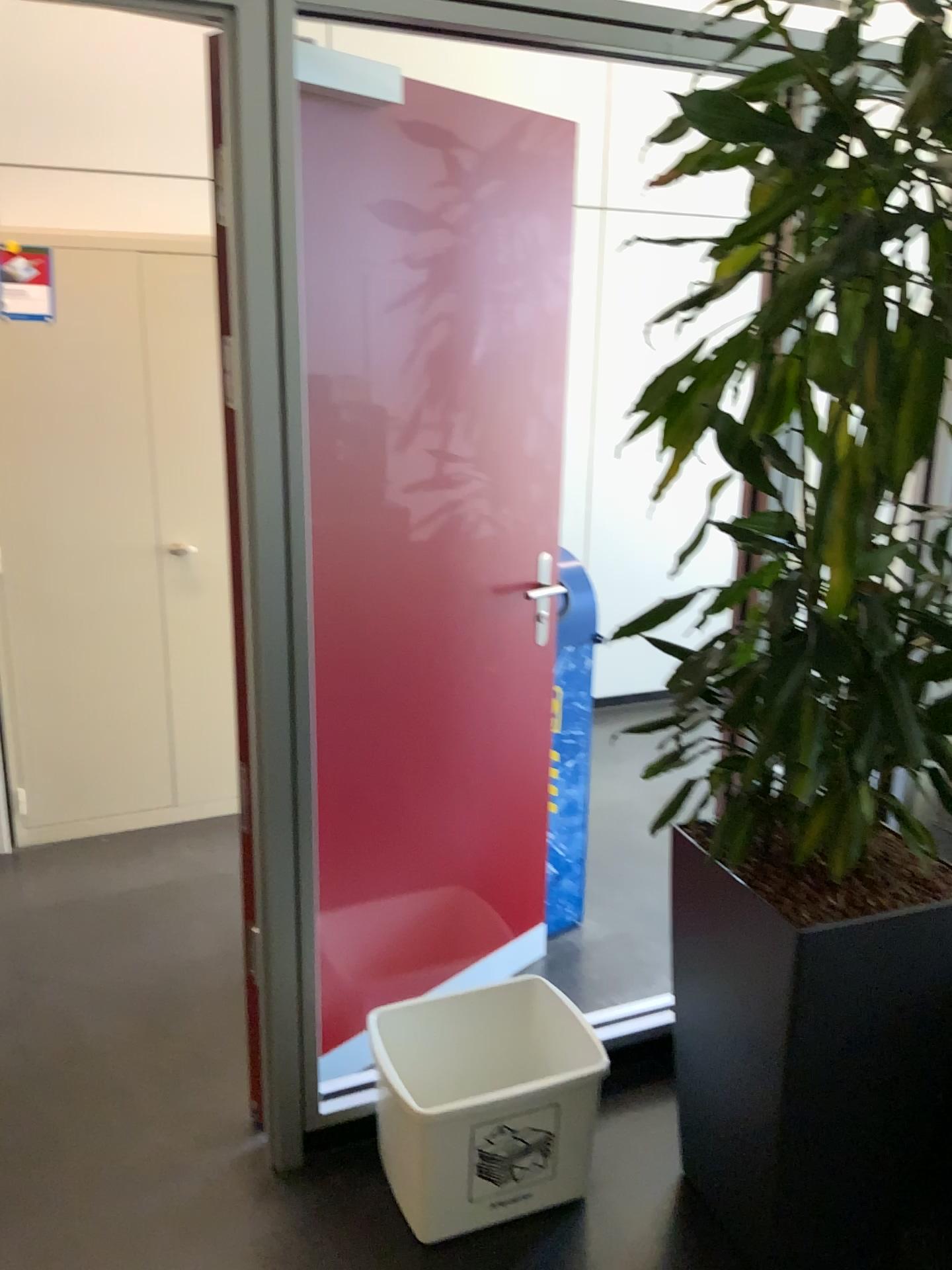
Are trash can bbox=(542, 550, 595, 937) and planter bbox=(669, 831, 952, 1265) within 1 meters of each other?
yes

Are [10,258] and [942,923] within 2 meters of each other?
no

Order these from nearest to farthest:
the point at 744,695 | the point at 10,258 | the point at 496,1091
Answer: the point at 744,695 → the point at 496,1091 → the point at 10,258

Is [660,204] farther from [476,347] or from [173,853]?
[173,853]

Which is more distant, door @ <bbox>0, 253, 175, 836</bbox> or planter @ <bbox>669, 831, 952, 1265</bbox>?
door @ <bbox>0, 253, 175, 836</bbox>

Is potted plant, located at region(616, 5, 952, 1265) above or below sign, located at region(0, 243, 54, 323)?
below

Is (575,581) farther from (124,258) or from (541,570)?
(124,258)

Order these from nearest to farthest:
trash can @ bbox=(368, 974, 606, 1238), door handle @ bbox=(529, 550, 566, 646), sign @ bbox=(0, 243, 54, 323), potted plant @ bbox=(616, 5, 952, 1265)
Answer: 1. potted plant @ bbox=(616, 5, 952, 1265)
2. trash can @ bbox=(368, 974, 606, 1238)
3. door handle @ bbox=(529, 550, 566, 646)
4. sign @ bbox=(0, 243, 54, 323)

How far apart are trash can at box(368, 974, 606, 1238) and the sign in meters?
2.2

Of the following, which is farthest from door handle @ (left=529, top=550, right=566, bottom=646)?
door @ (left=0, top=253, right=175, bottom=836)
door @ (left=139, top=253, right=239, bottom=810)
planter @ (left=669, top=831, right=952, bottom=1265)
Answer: door @ (left=0, top=253, right=175, bottom=836)
